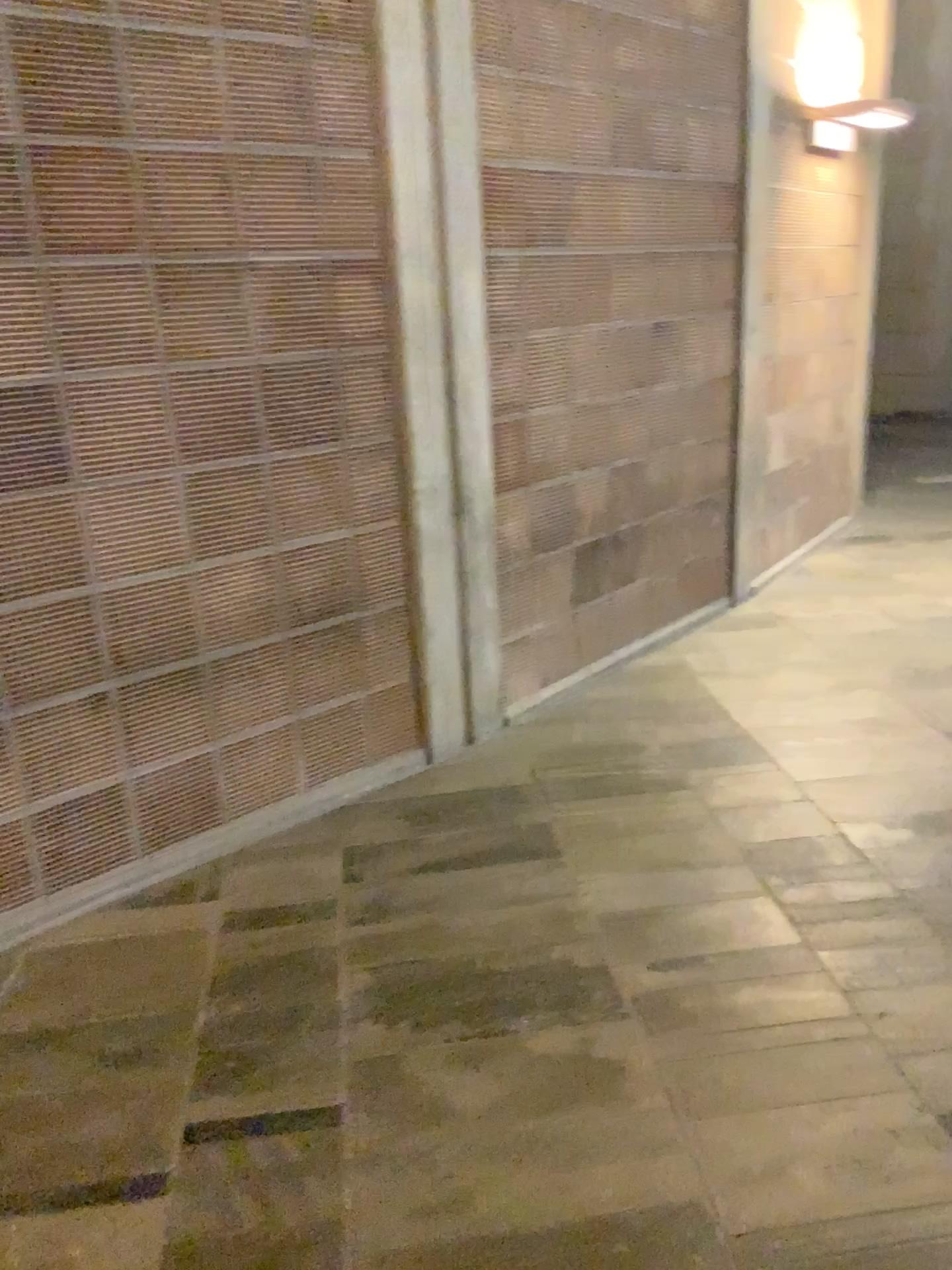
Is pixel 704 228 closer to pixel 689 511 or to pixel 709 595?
pixel 689 511
